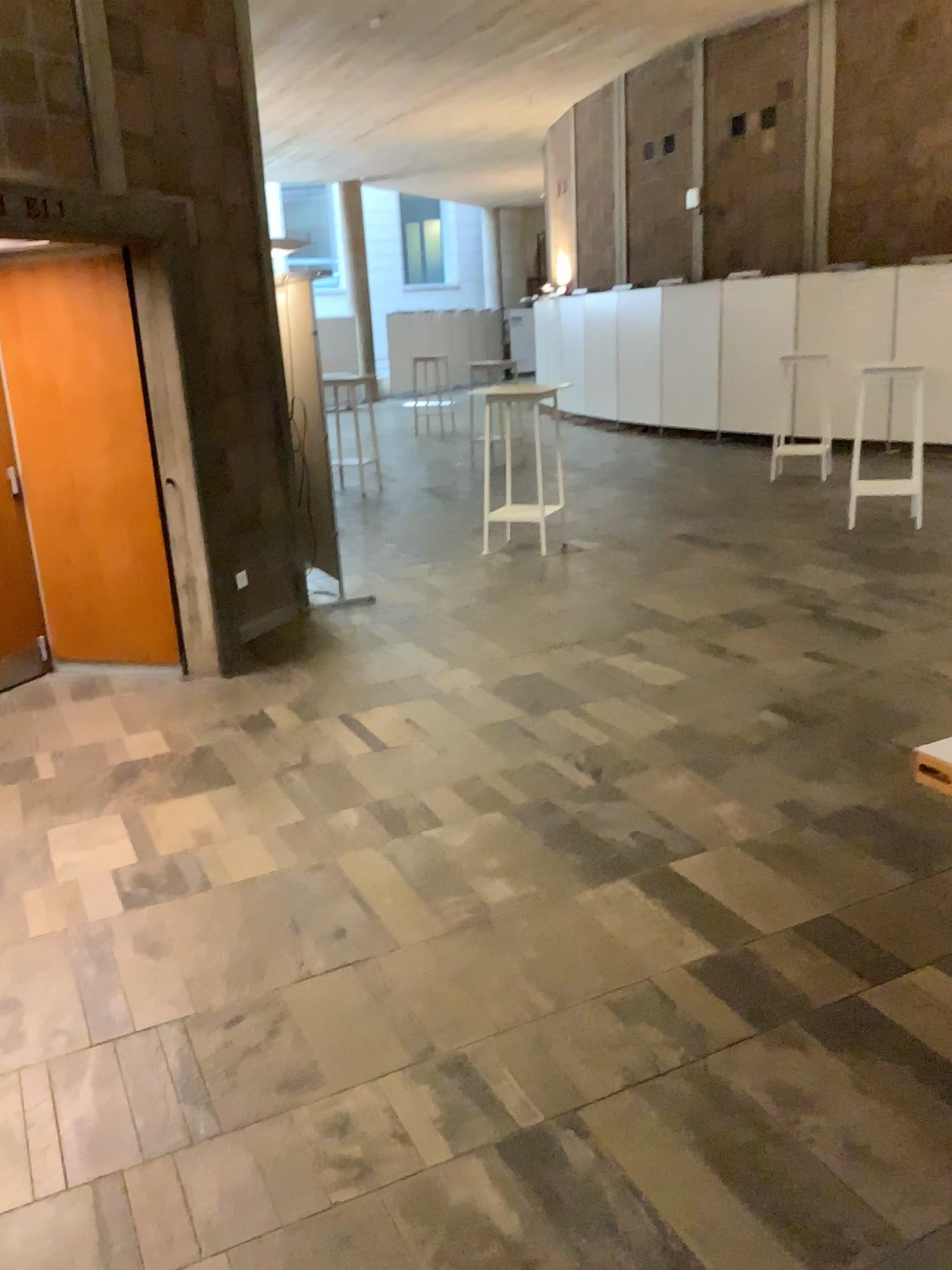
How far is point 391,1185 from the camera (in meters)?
2.11
